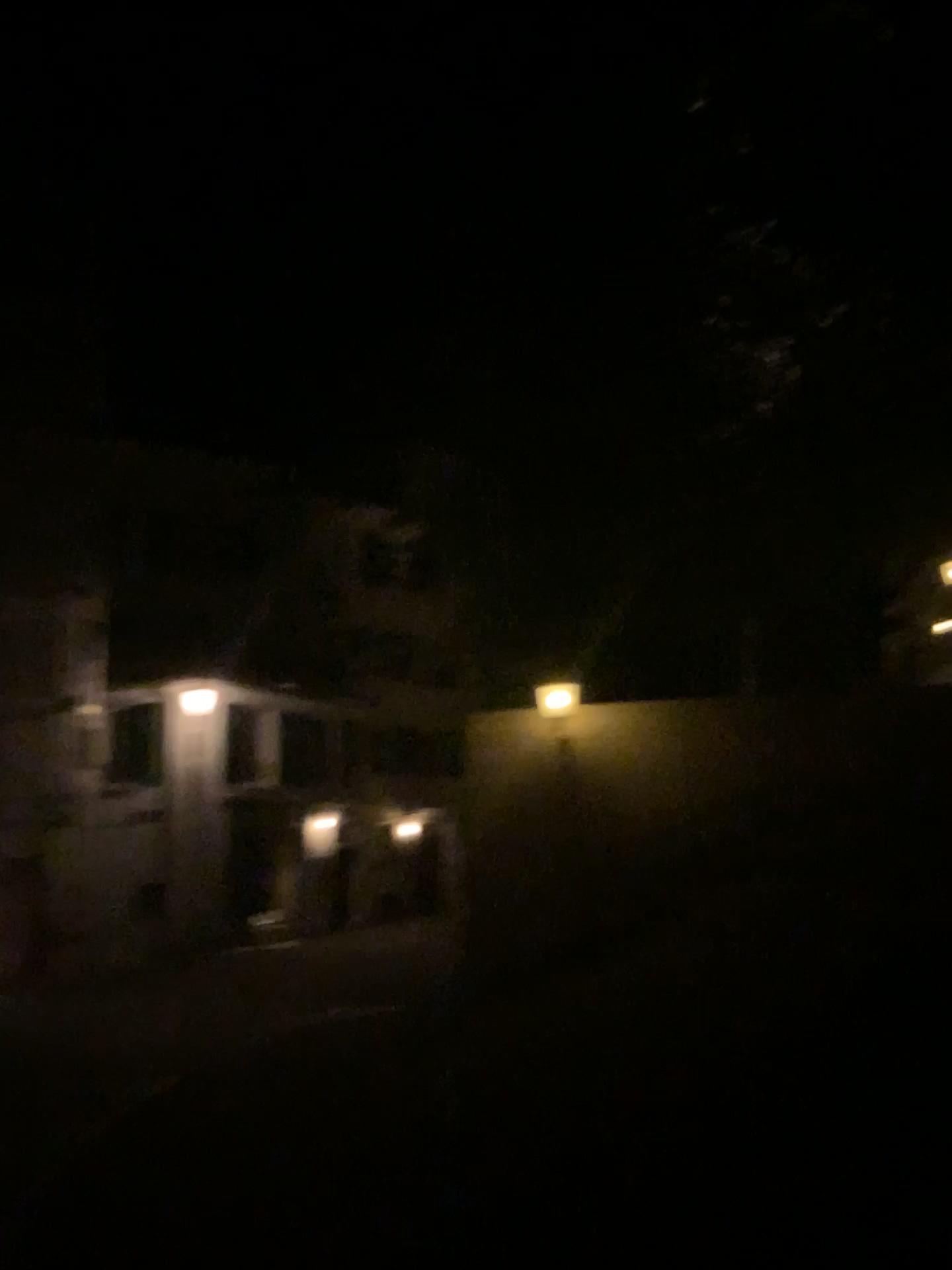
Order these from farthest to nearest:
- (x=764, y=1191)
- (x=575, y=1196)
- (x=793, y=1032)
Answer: (x=793, y=1032) → (x=575, y=1196) → (x=764, y=1191)
